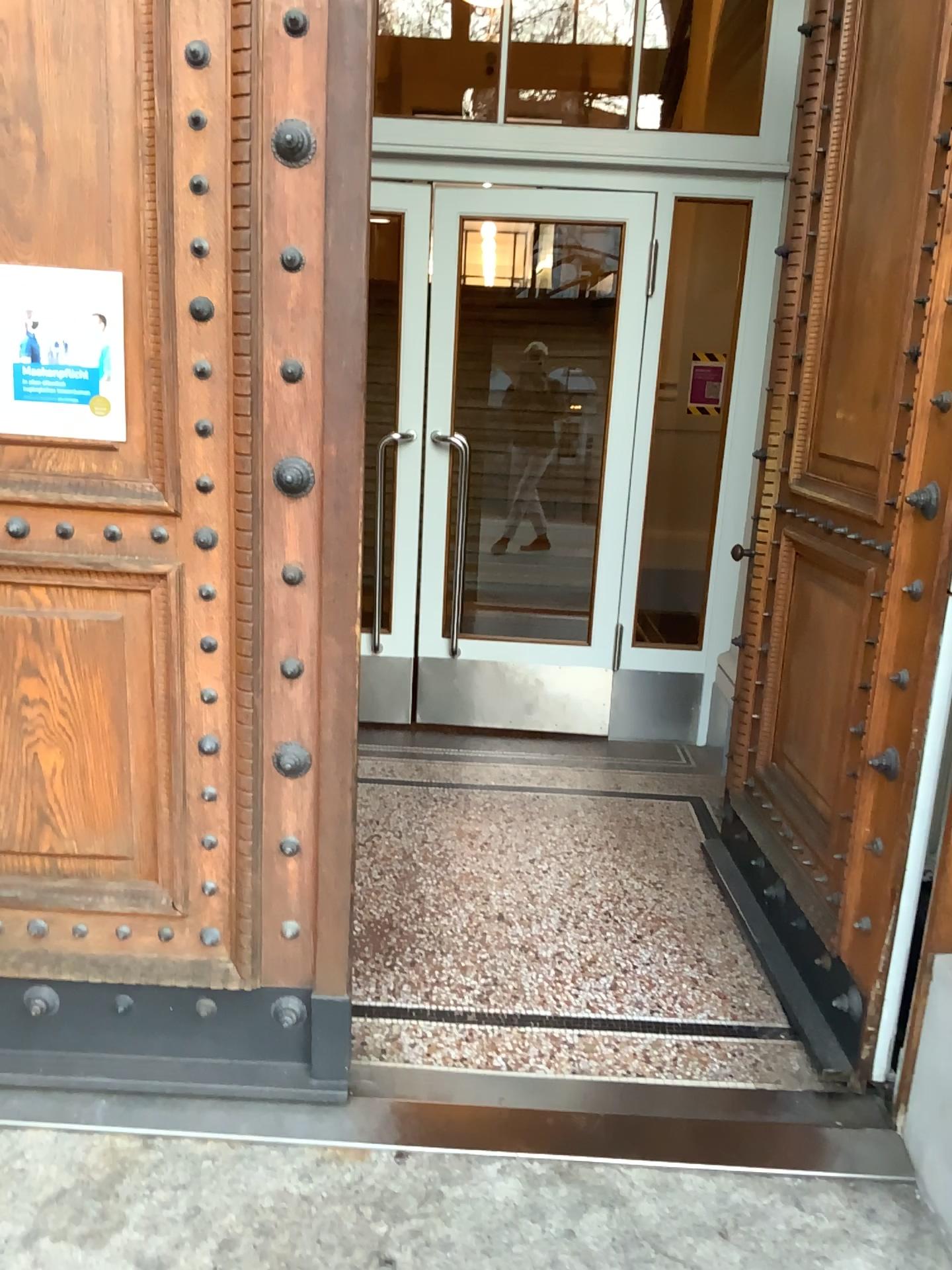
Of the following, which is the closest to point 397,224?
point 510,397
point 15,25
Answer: point 510,397

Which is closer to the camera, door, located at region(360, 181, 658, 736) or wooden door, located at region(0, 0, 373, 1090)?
wooden door, located at region(0, 0, 373, 1090)

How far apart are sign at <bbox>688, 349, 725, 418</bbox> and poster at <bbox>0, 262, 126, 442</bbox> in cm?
276

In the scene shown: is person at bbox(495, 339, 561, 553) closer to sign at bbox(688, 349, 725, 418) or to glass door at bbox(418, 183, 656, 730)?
glass door at bbox(418, 183, 656, 730)

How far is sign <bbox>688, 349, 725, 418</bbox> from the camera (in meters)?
4.21

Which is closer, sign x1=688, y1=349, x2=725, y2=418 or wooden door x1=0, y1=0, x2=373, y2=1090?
wooden door x1=0, y1=0, x2=373, y2=1090

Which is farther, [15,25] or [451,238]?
[451,238]

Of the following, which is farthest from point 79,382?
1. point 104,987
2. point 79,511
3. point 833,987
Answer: point 833,987

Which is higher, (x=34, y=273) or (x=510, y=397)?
(x=34, y=273)

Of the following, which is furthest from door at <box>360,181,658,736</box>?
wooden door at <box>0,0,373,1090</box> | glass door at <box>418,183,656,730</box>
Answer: wooden door at <box>0,0,373,1090</box>
